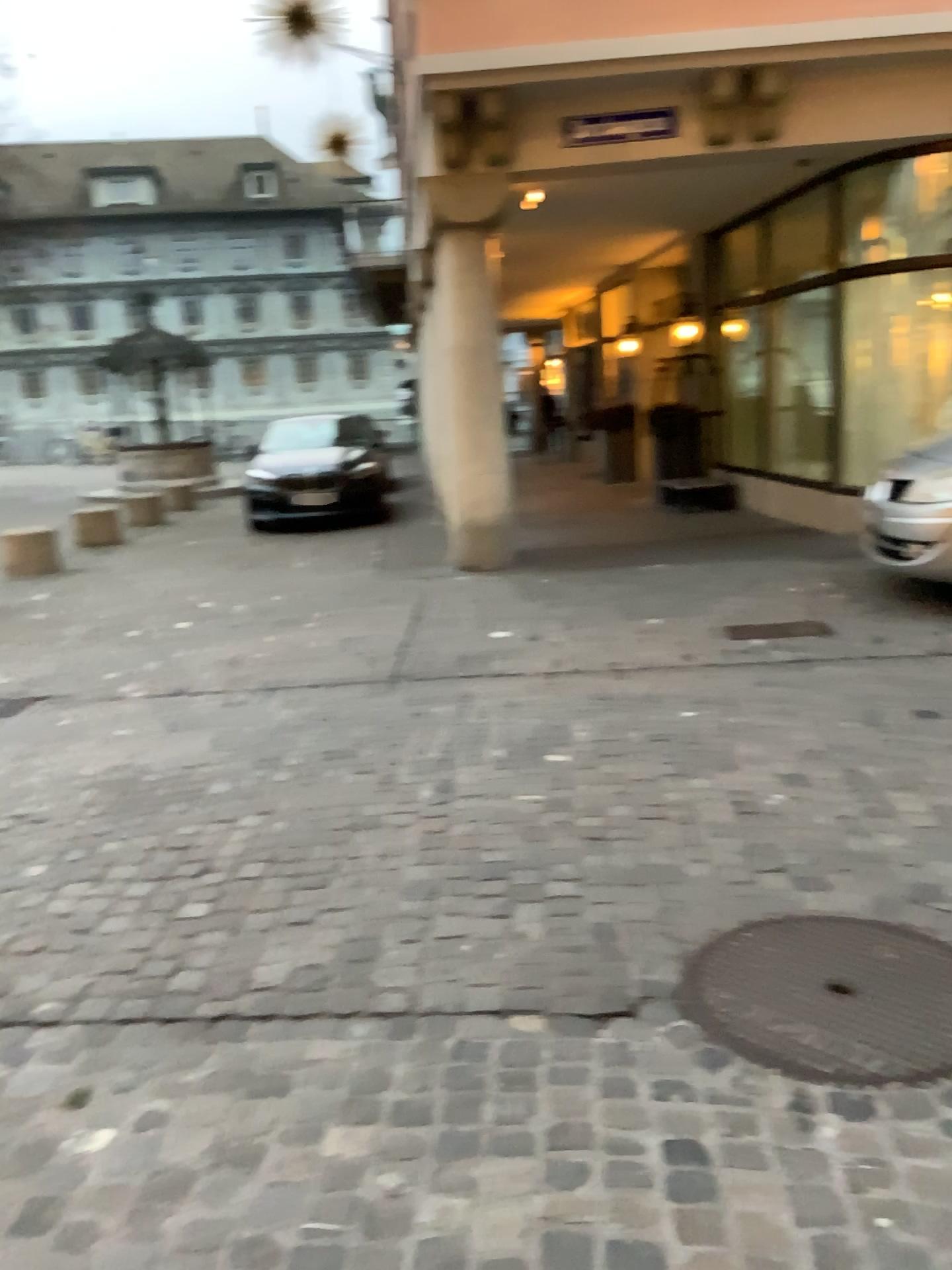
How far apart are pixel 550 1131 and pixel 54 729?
3.4 meters
